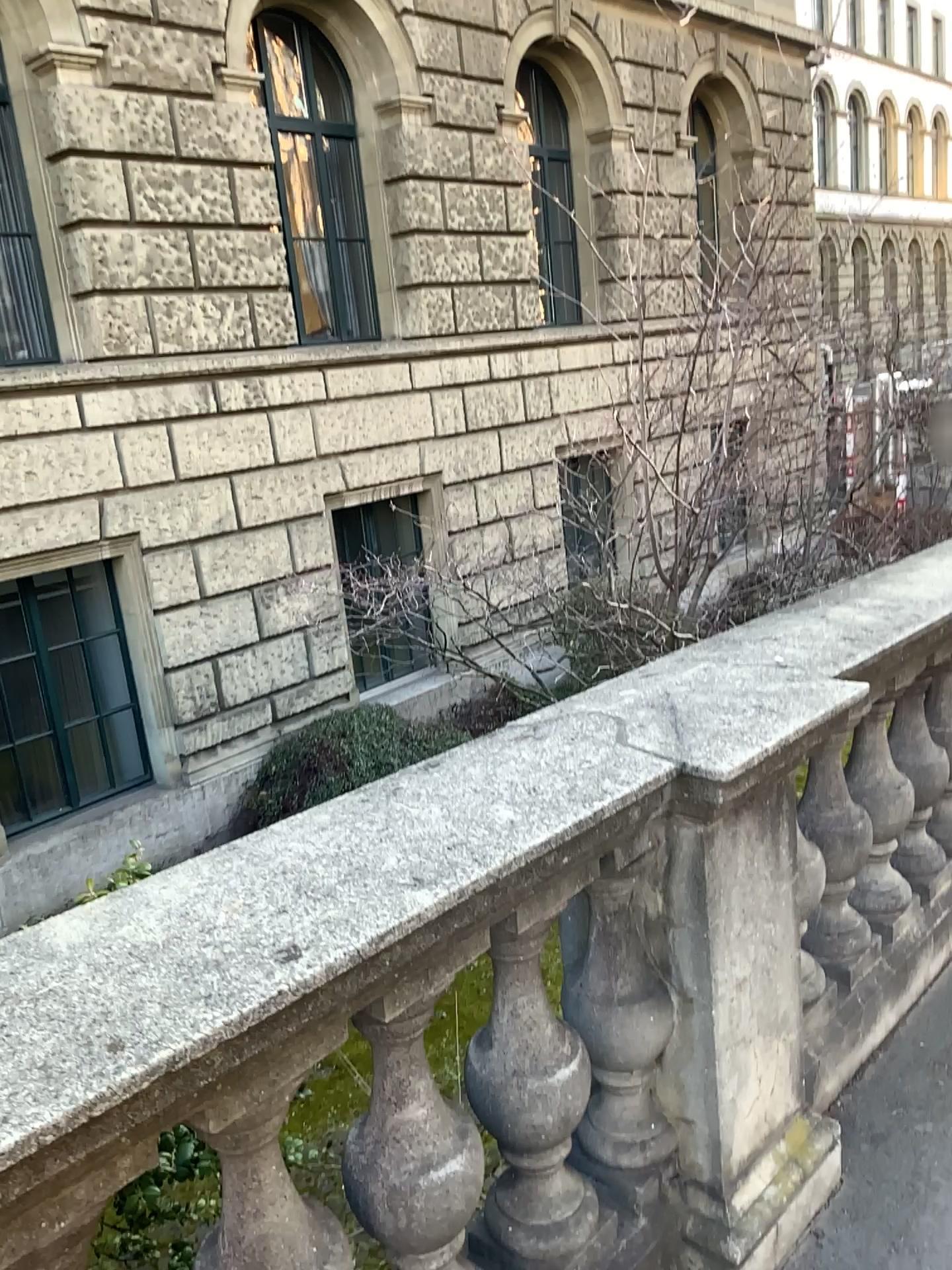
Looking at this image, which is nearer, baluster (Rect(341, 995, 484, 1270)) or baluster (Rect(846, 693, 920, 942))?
baluster (Rect(341, 995, 484, 1270))

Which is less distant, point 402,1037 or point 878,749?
point 402,1037

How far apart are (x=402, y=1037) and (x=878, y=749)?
1.6m

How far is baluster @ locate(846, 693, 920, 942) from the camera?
2.6m

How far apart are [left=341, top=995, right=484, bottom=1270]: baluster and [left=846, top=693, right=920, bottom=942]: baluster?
1.5 meters

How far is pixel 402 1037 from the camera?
1.40m

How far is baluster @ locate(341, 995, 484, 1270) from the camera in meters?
1.4

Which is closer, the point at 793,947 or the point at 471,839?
the point at 471,839
